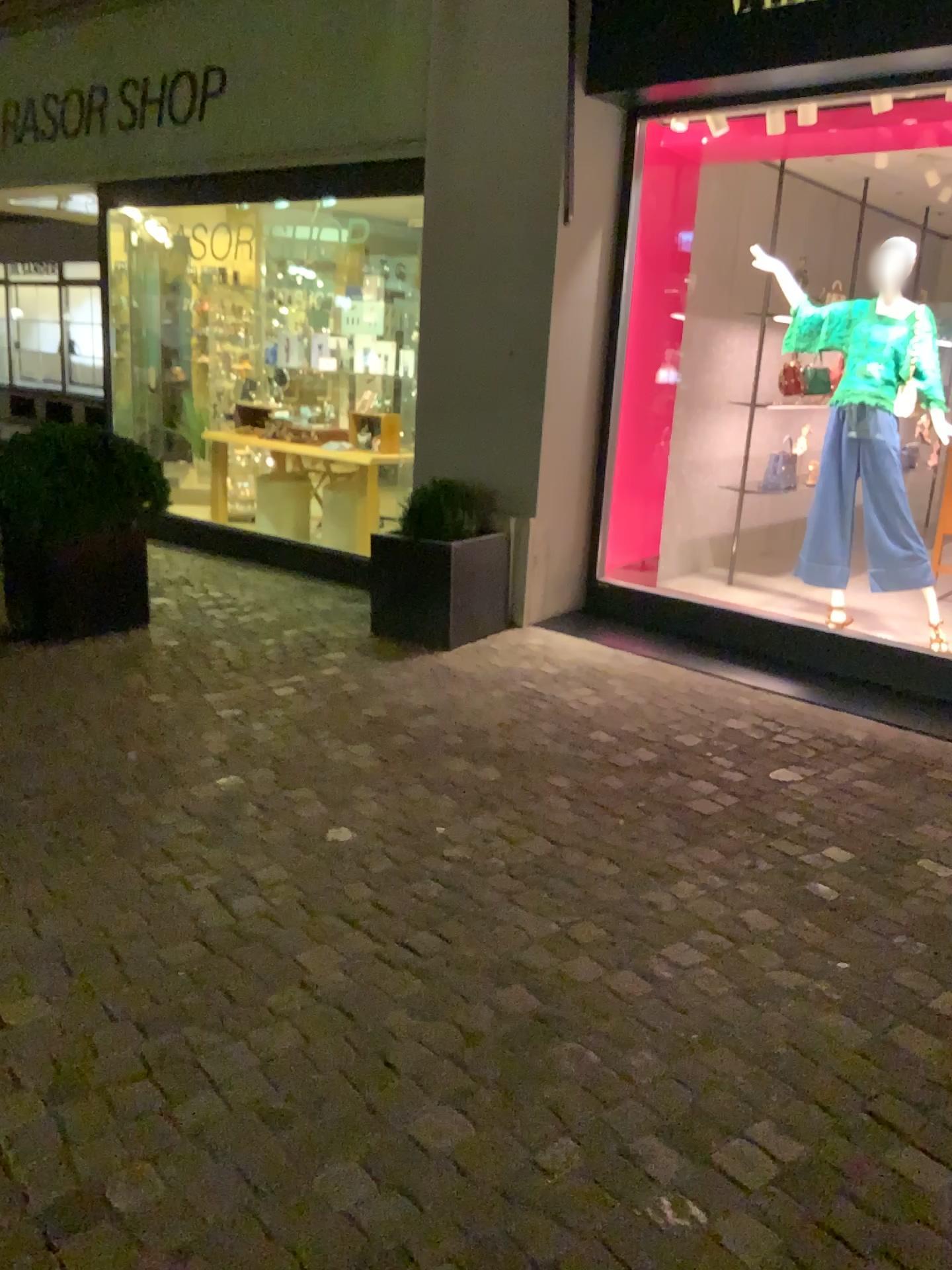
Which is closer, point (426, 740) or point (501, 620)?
point (426, 740)
